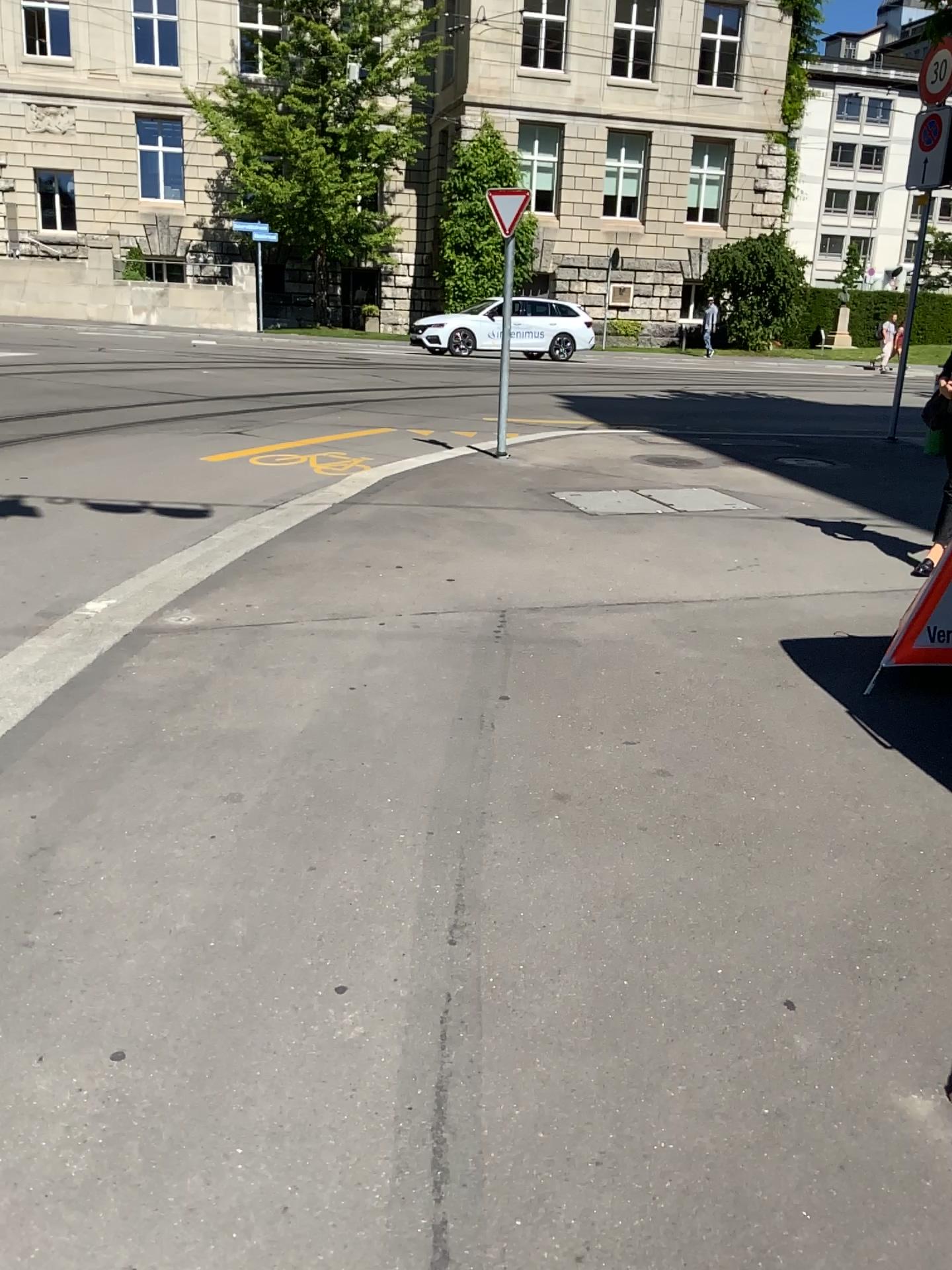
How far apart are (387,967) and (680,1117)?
0.70m
